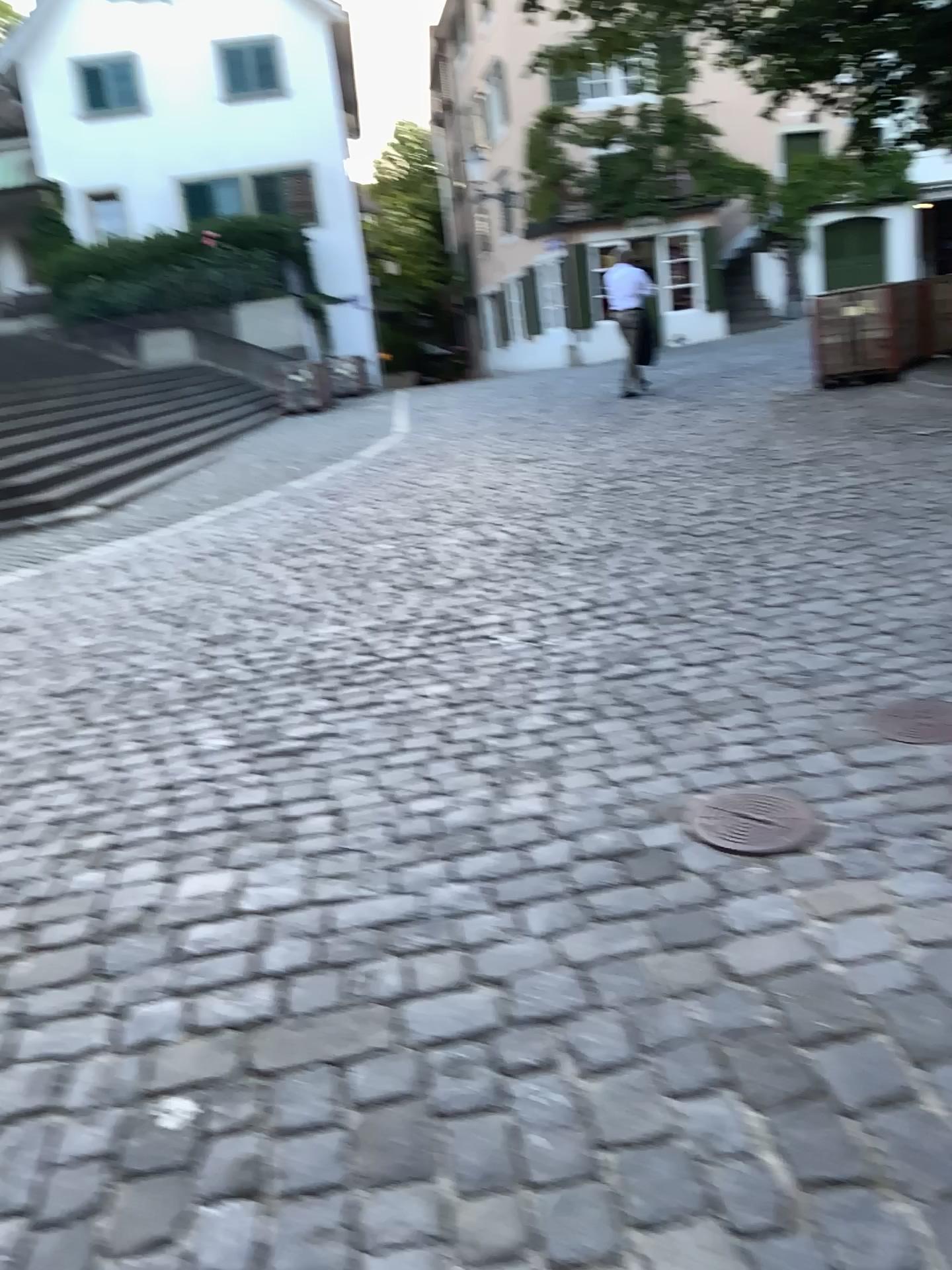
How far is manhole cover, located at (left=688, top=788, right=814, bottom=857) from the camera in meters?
2.5

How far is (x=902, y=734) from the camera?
3.0m

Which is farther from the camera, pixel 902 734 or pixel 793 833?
pixel 902 734

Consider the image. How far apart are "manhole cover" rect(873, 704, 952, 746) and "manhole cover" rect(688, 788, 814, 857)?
0.5 meters

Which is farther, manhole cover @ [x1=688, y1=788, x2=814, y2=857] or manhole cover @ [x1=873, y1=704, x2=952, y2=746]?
manhole cover @ [x1=873, y1=704, x2=952, y2=746]

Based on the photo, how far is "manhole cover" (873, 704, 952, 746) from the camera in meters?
3.0 m

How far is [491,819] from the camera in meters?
2.8 m

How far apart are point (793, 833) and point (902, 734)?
0.7 meters
